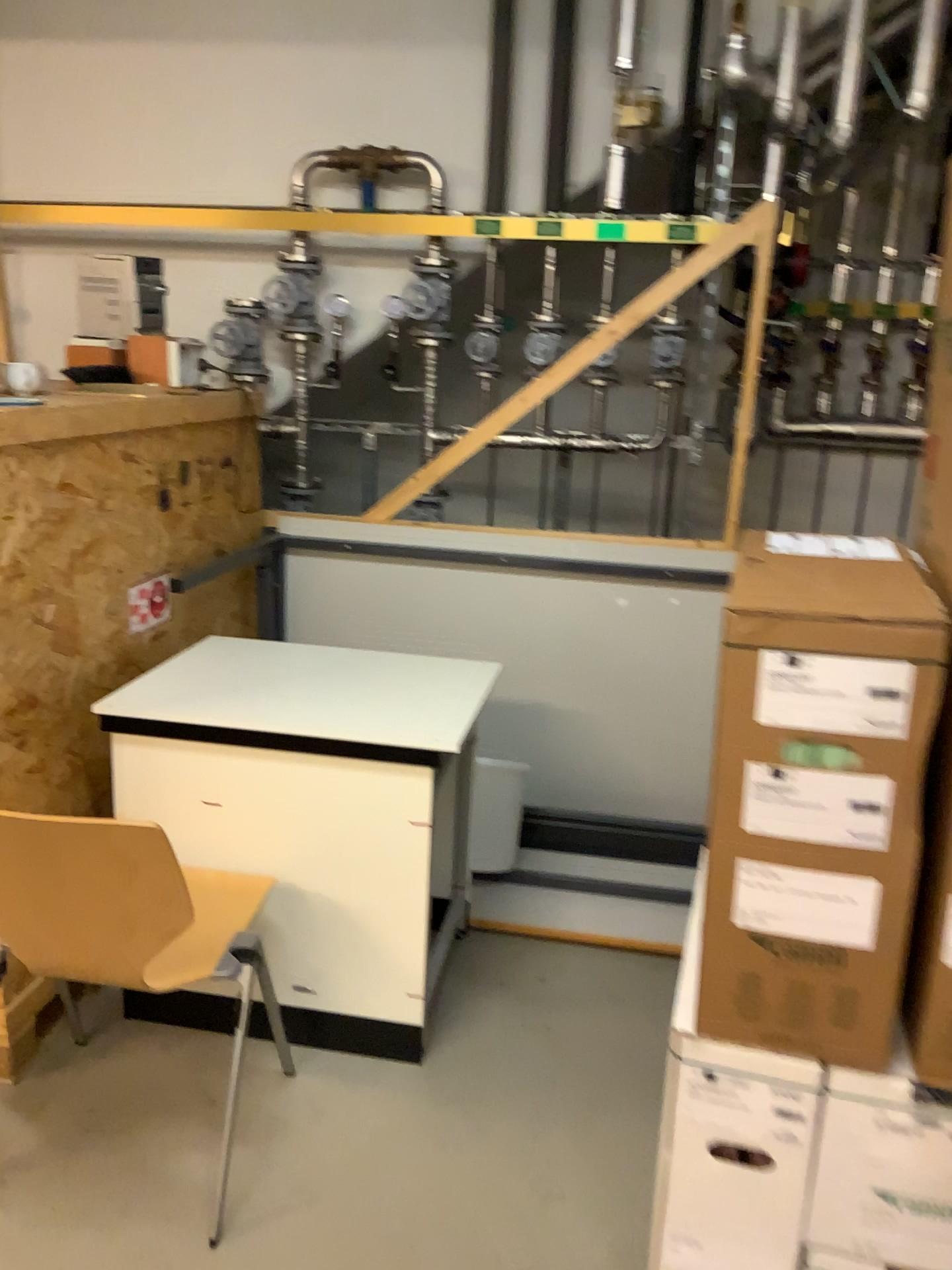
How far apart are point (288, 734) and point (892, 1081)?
1.3 meters

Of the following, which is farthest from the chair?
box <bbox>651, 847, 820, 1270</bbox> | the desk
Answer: box <bbox>651, 847, 820, 1270</bbox>

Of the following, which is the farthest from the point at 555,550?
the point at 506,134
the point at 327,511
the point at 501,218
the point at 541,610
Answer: the point at 506,134

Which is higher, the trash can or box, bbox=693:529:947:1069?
box, bbox=693:529:947:1069

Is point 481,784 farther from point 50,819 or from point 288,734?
point 50,819

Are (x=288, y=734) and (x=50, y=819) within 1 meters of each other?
yes

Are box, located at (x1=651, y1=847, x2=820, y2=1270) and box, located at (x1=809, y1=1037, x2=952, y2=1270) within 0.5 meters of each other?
yes

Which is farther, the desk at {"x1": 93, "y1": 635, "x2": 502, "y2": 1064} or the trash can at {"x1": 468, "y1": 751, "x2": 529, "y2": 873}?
the trash can at {"x1": 468, "y1": 751, "x2": 529, "y2": 873}

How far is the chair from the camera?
1.7 meters

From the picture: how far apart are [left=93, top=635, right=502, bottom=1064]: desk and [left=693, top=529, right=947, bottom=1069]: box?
0.8m
